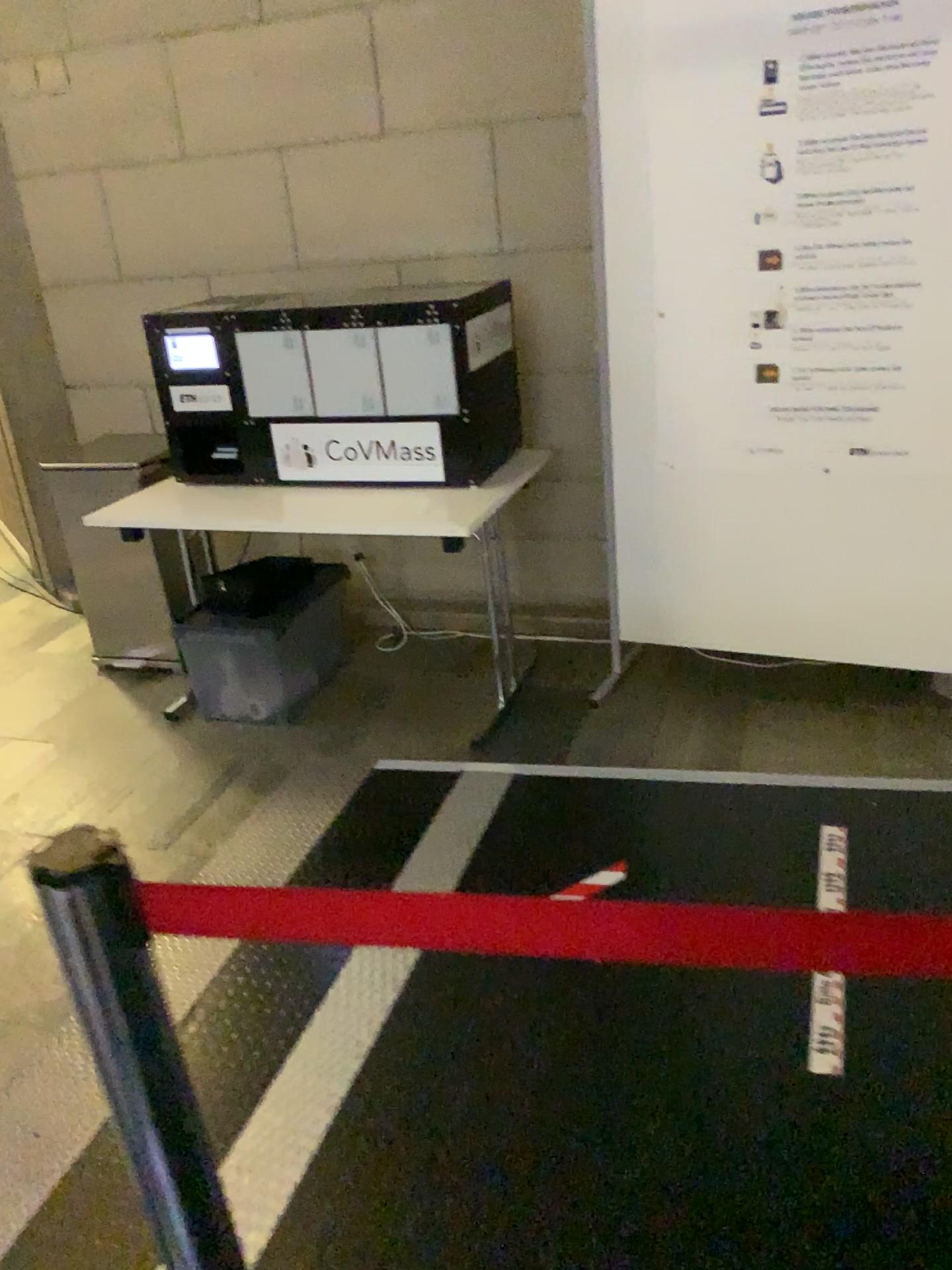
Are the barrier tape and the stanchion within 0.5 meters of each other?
yes

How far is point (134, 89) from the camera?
3.7 meters

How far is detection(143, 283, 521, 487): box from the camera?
2.9 meters

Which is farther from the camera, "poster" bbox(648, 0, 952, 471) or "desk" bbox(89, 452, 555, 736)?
"desk" bbox(89, 452, 555, 736)

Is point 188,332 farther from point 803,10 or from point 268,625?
point 803,10

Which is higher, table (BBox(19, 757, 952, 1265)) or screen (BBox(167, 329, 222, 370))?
screen (BBox(167, 329, 222, 370))

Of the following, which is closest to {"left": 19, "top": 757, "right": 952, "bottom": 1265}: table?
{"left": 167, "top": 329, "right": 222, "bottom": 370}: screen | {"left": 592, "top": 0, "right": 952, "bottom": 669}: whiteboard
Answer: {"left": 592, "top": 0, "right": 952, "bottom": 669}: whiteboard

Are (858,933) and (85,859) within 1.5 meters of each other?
yes

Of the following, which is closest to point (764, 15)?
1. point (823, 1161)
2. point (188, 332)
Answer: point (188, 332)

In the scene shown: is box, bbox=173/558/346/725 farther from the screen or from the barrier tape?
the barrier tape
